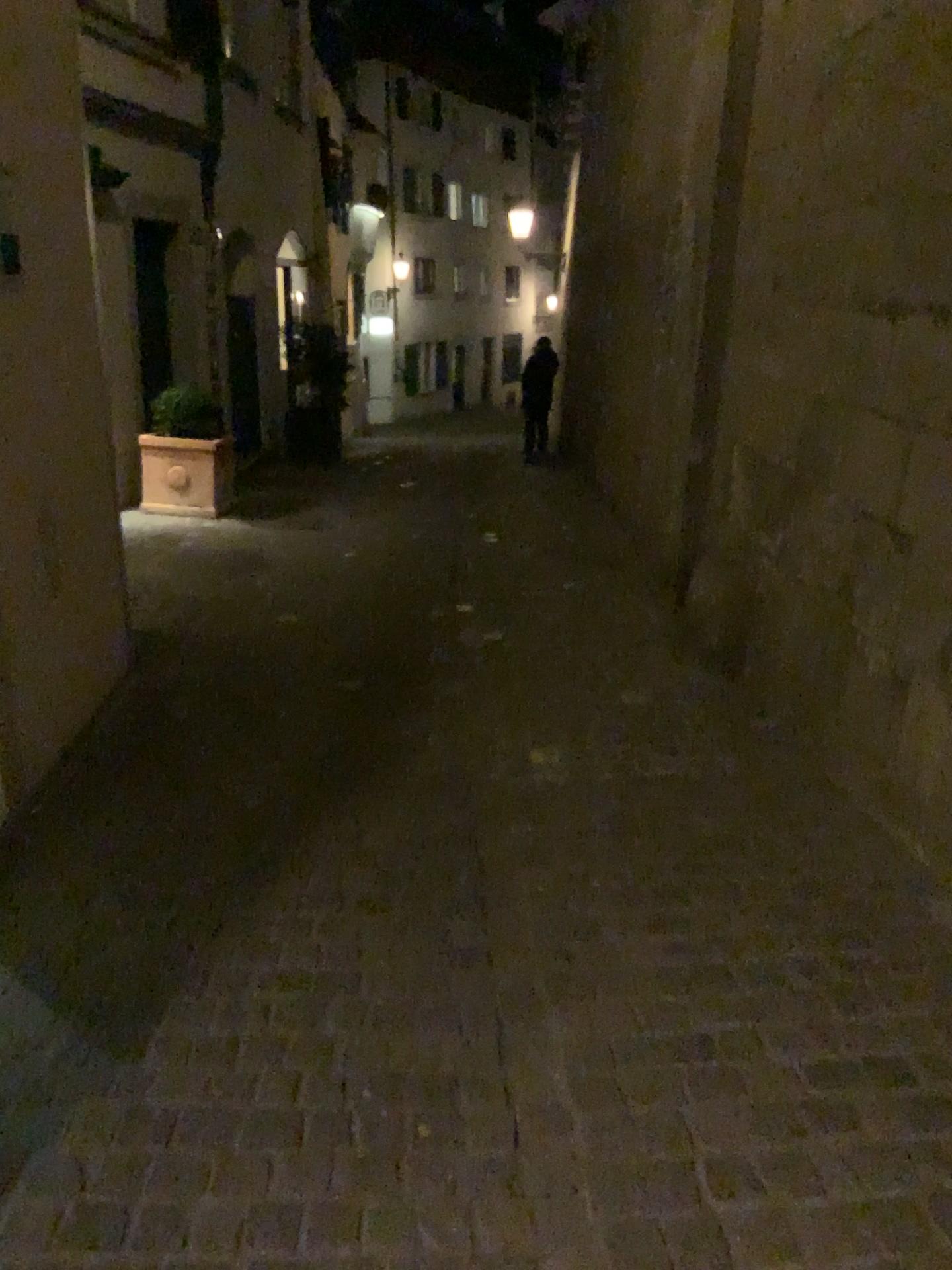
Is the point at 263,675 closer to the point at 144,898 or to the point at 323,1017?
the point at 144,898
